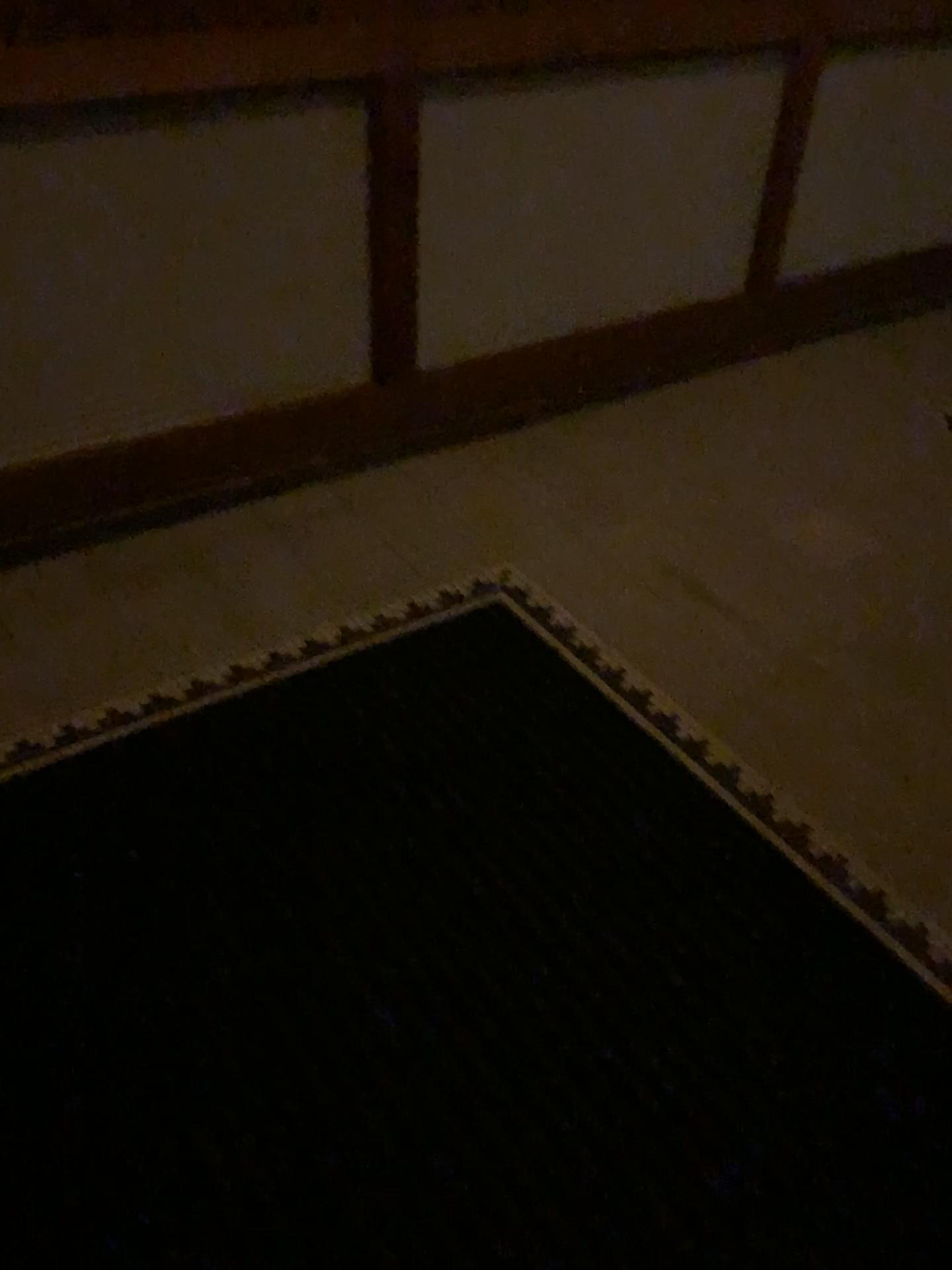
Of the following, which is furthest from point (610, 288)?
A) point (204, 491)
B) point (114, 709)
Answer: point (114, 709)
